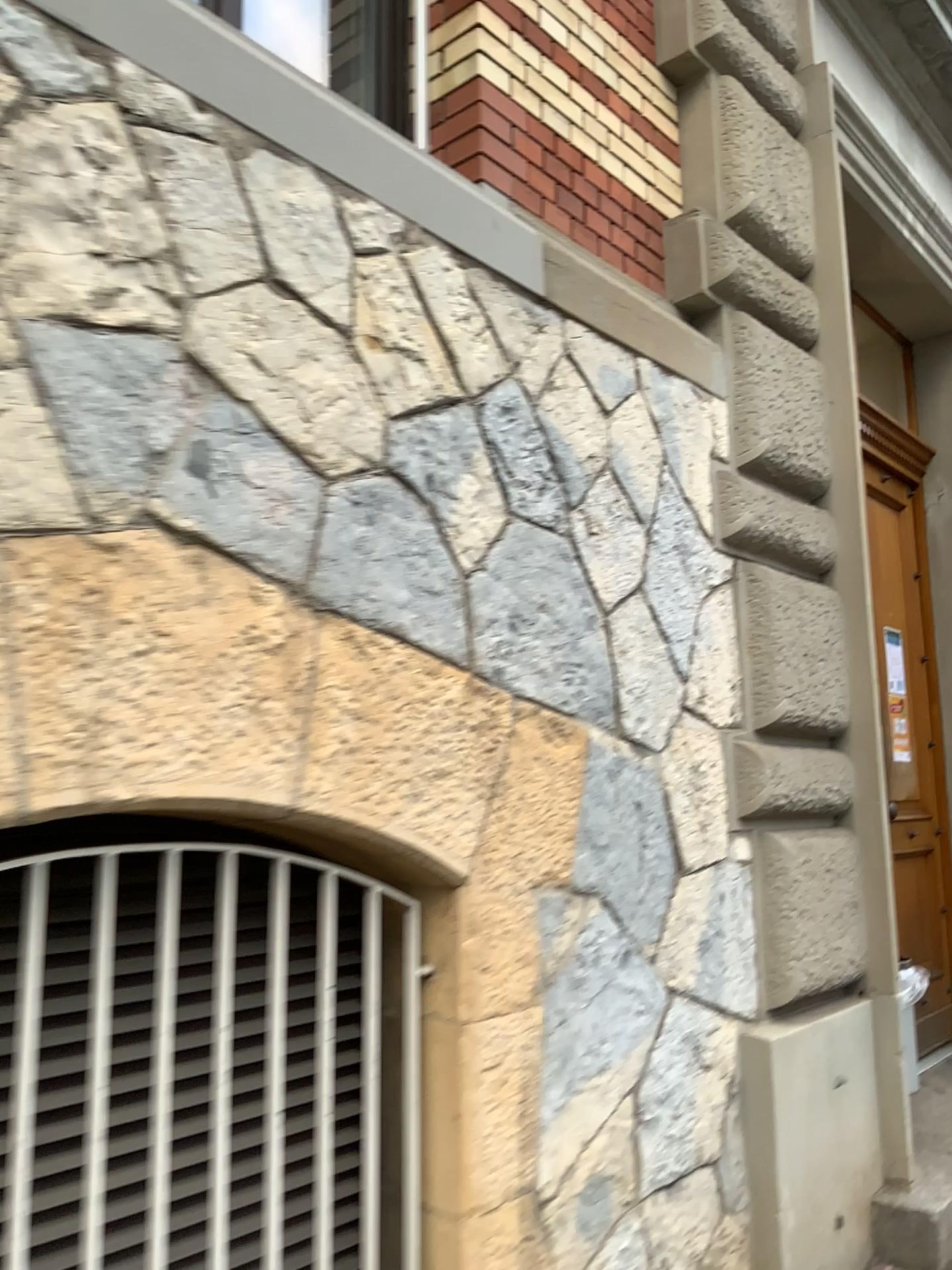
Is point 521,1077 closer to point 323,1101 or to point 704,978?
point 323,1101
